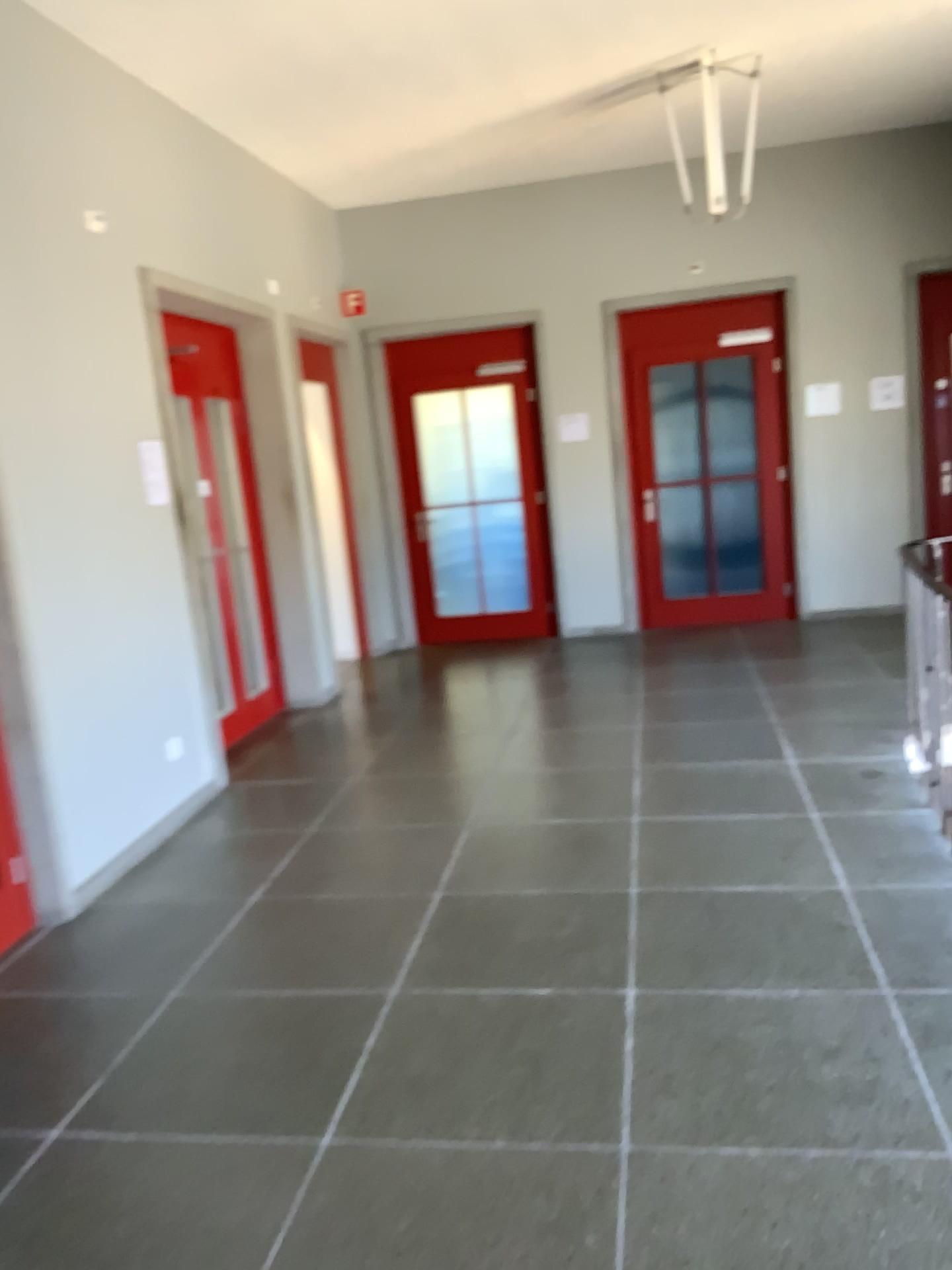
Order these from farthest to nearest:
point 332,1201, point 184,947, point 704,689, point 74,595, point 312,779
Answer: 1. point 704,689
2. point 312,779
3. point 74,595
4. point 184,947
5. point 332,1201

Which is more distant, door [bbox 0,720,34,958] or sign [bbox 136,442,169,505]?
sign [bbox 136,442,169,505]

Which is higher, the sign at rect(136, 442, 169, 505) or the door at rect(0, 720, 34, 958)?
the sign at rect(136, 442, 169, 505)

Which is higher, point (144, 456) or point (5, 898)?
point (144, 456)

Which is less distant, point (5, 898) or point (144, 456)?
point (5, 898)
